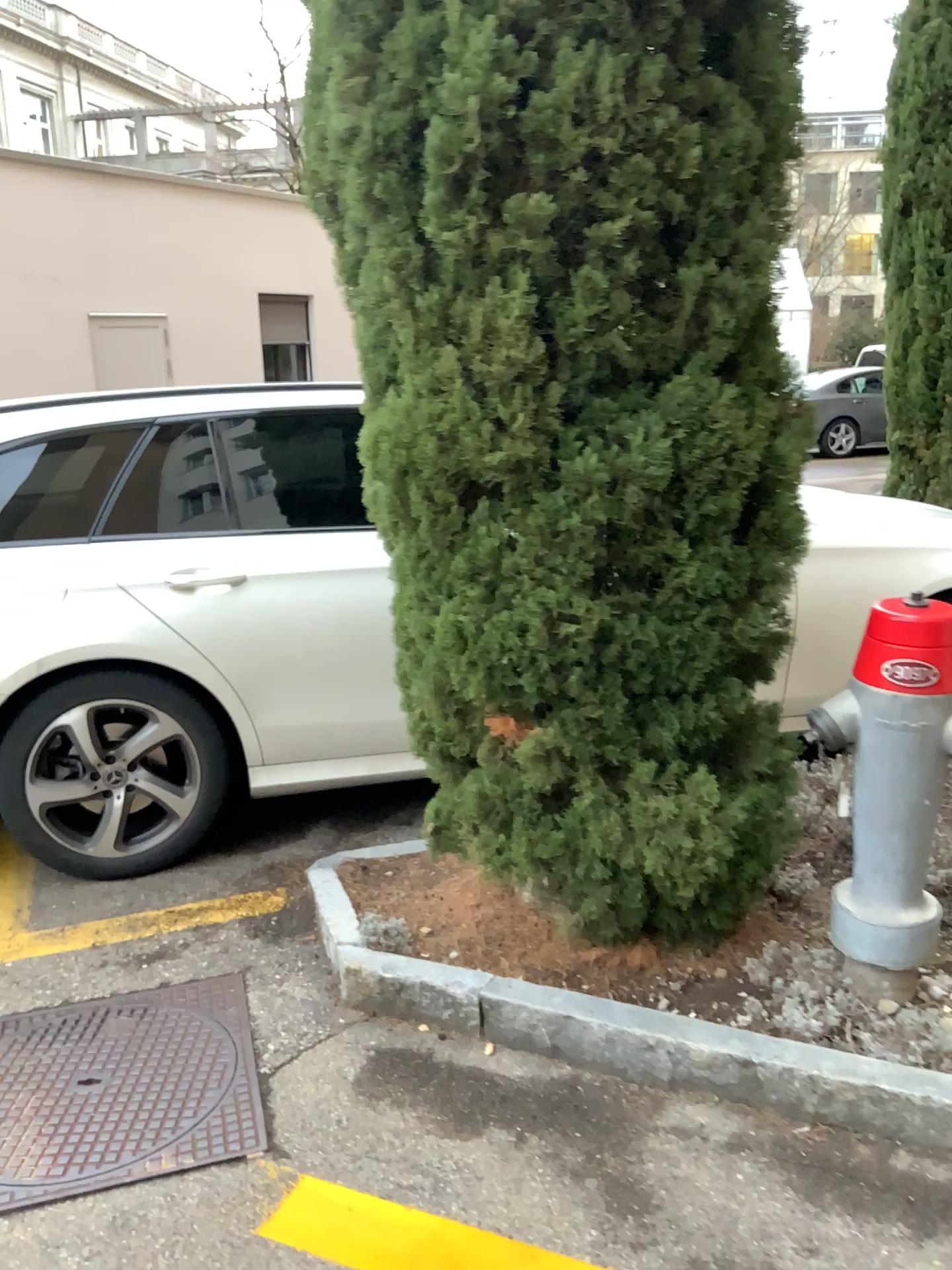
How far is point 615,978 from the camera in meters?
2.4

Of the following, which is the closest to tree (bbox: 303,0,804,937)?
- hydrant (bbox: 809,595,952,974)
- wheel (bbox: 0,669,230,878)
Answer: hydrant (bbox: 809,595,952,974)

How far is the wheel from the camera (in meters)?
3.10

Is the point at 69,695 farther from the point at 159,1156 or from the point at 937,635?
the point at 937,635

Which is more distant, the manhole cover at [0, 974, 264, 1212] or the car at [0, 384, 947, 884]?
the car at [0, 384, 947, 884]

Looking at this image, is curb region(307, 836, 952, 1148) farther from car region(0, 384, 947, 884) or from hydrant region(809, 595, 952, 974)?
car region(0, 384, 947, 884)

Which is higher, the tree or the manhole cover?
the tree

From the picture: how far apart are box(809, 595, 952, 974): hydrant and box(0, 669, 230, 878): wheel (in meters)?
1.83

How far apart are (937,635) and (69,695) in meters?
2.3 m

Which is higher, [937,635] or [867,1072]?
[937,635]
